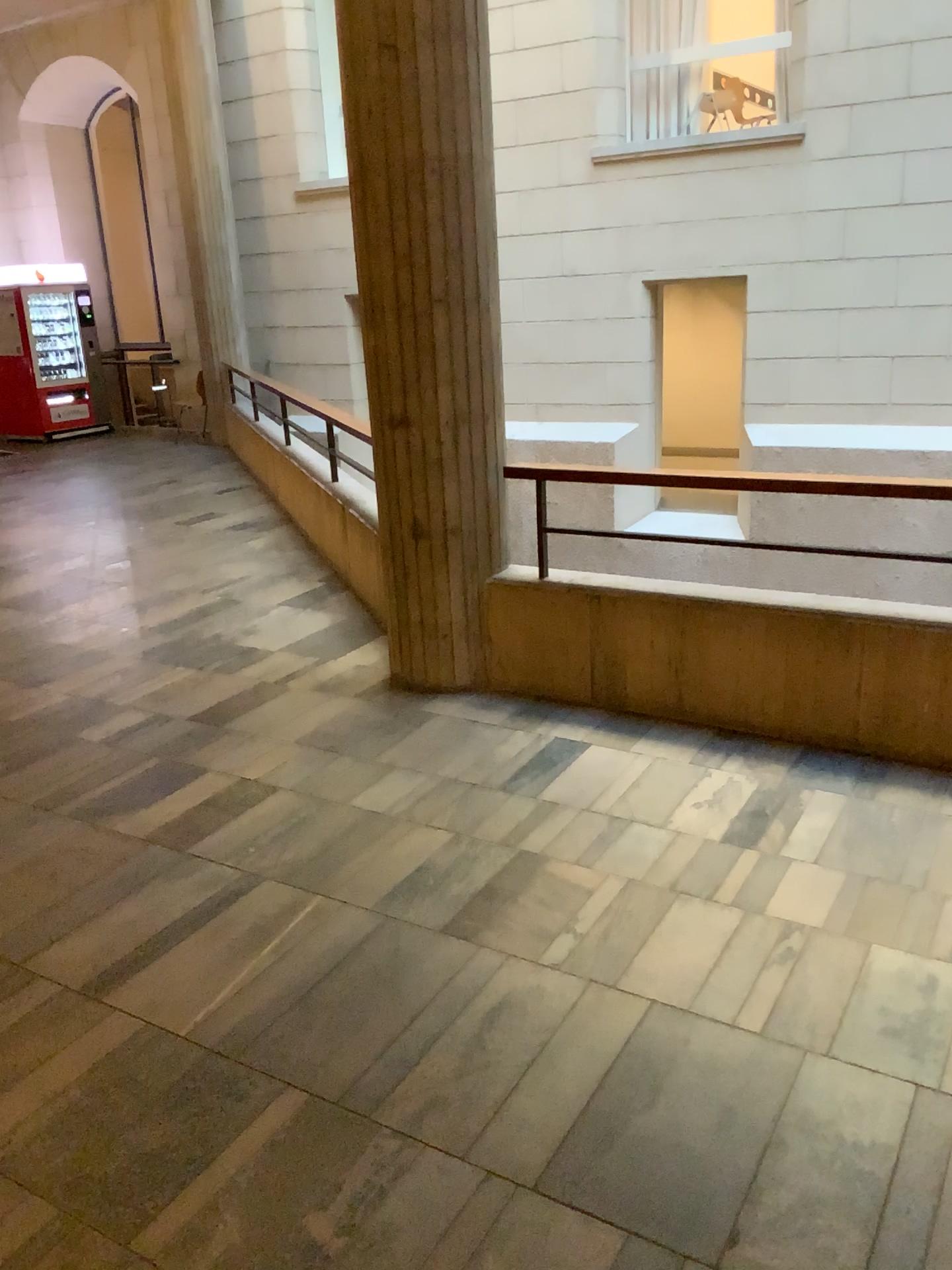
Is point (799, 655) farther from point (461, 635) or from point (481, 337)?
point (481, 337)
